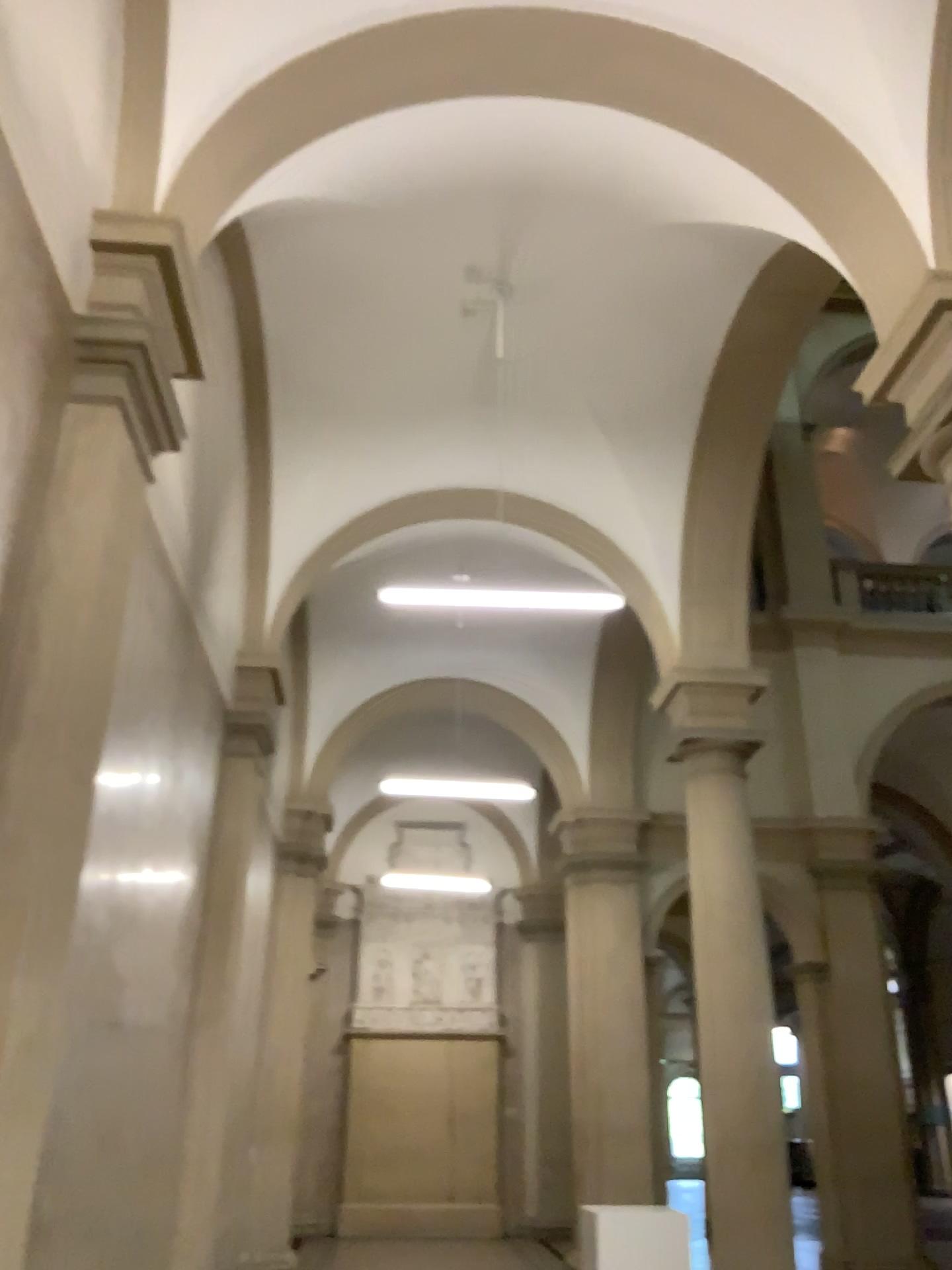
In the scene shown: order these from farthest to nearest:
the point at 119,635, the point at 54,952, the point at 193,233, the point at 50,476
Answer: the point at 193,233 < the point at 119,635 < the point at 50,476 < the point at 54,952
